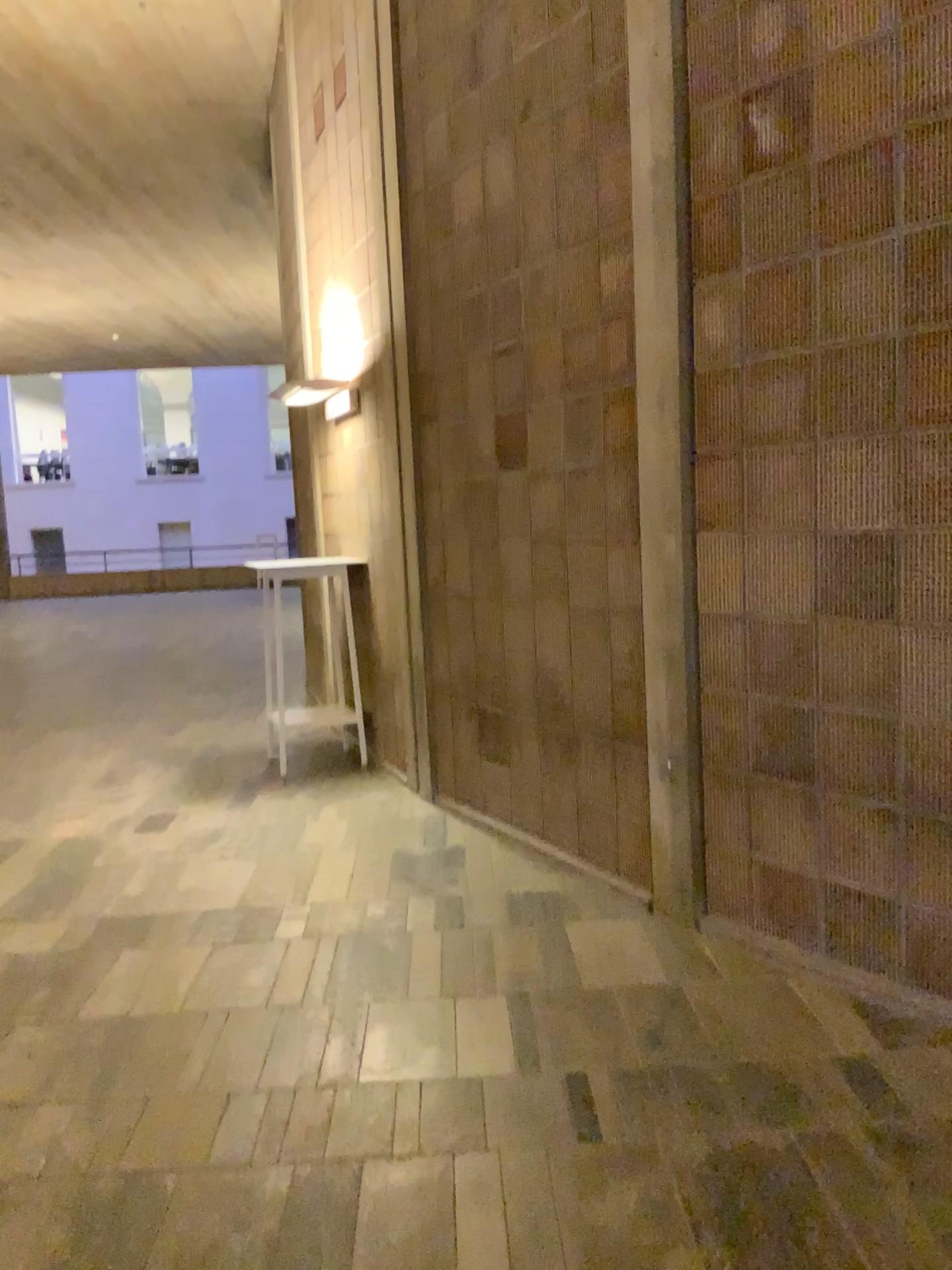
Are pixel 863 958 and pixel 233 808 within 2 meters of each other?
no
